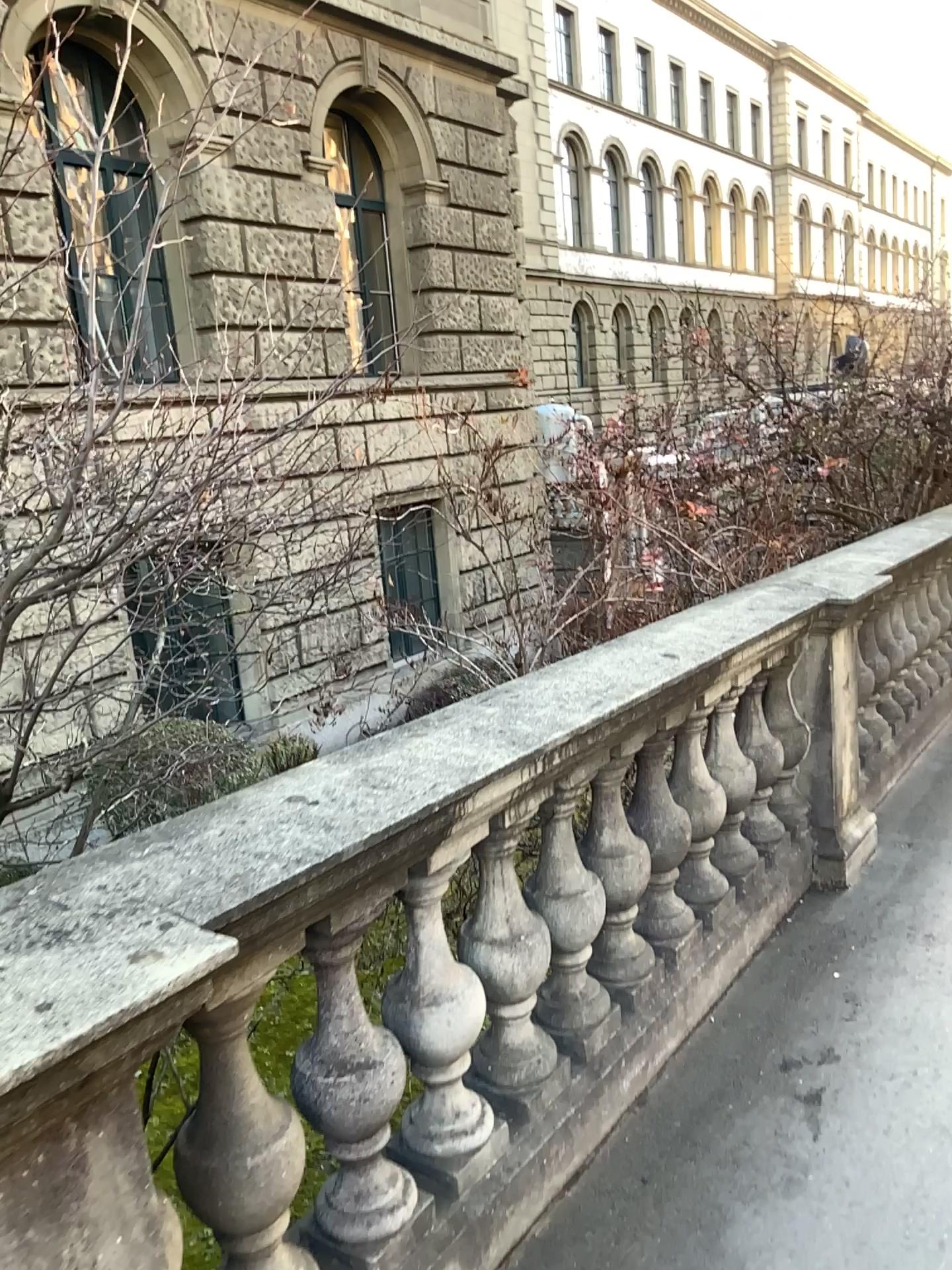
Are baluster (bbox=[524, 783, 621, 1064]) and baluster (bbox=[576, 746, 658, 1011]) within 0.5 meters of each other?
yes

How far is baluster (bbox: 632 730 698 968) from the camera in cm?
275

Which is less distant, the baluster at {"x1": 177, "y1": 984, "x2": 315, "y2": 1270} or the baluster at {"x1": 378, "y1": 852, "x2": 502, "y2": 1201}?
the baluster at {"x1": 177, "y1": 984, "x2": 315, "y2": 1270}

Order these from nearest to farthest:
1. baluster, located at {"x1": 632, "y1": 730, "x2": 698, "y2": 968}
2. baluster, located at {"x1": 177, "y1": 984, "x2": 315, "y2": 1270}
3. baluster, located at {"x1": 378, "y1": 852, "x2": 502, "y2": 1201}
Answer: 1. baluster, located at {"x1": 177, "y1": 984, "x2": 315, "y2": 1270}
2. baluster, located at {"x1": 378, "y1": 852, "x2": 502, "y2": 1201}
3. baluster, located at {"x1": 632, "y1": 730, "x2": 698, "y2": 968}

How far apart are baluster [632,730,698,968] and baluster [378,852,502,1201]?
0.7 meters

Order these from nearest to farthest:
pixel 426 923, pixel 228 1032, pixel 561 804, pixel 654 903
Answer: pixel 228 1032 → pixel 426 923 → pixel 561 804 → pixel 654 903

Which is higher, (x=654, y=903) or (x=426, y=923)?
(x=426, y=923)

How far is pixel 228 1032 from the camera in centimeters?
156cm

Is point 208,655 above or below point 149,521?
below

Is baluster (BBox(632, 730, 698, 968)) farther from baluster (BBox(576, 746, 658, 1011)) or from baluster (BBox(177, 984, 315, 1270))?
baluster (BBox(177, 984, 315, 1270))
